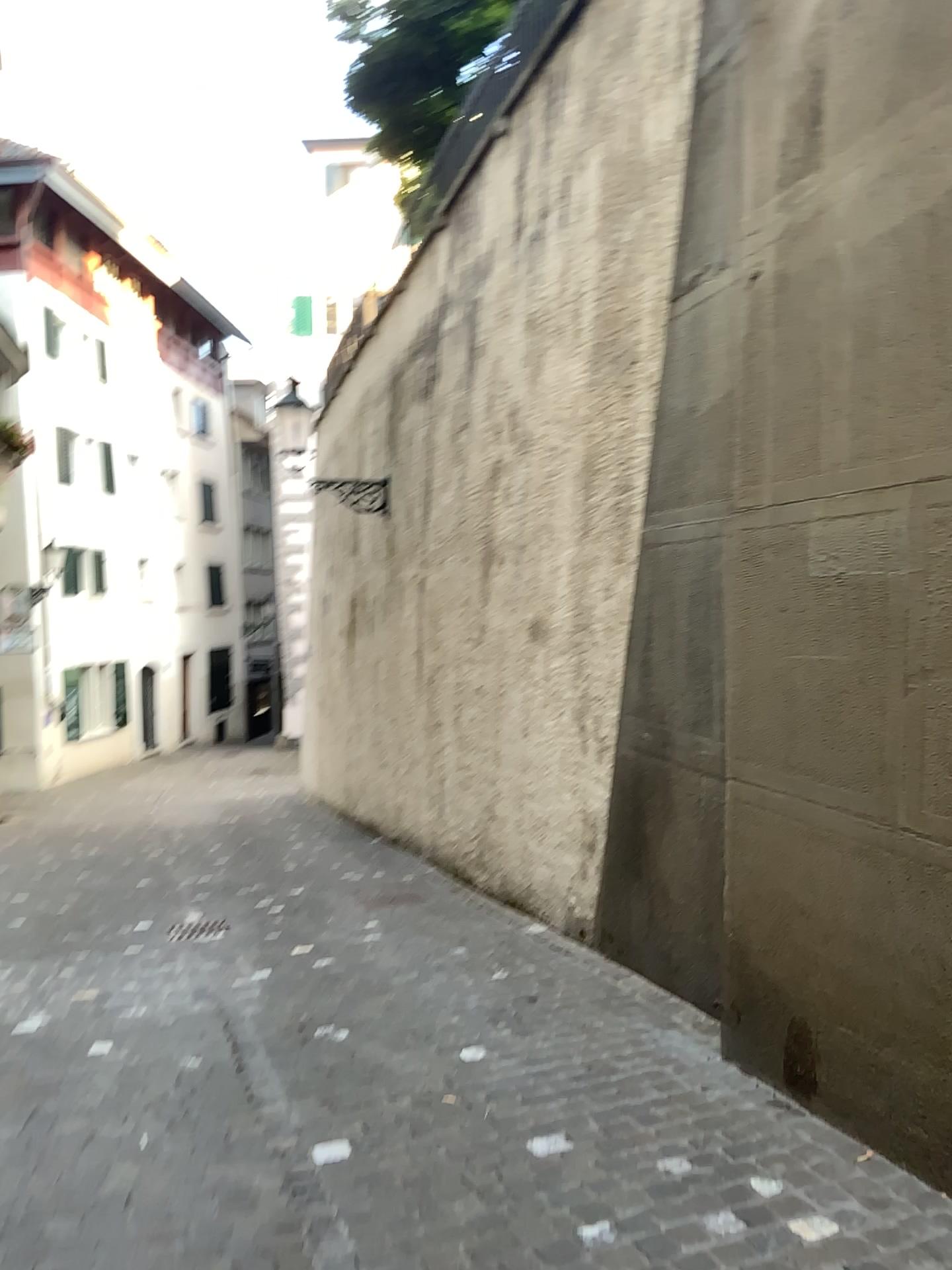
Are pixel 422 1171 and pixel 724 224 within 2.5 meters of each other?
no
